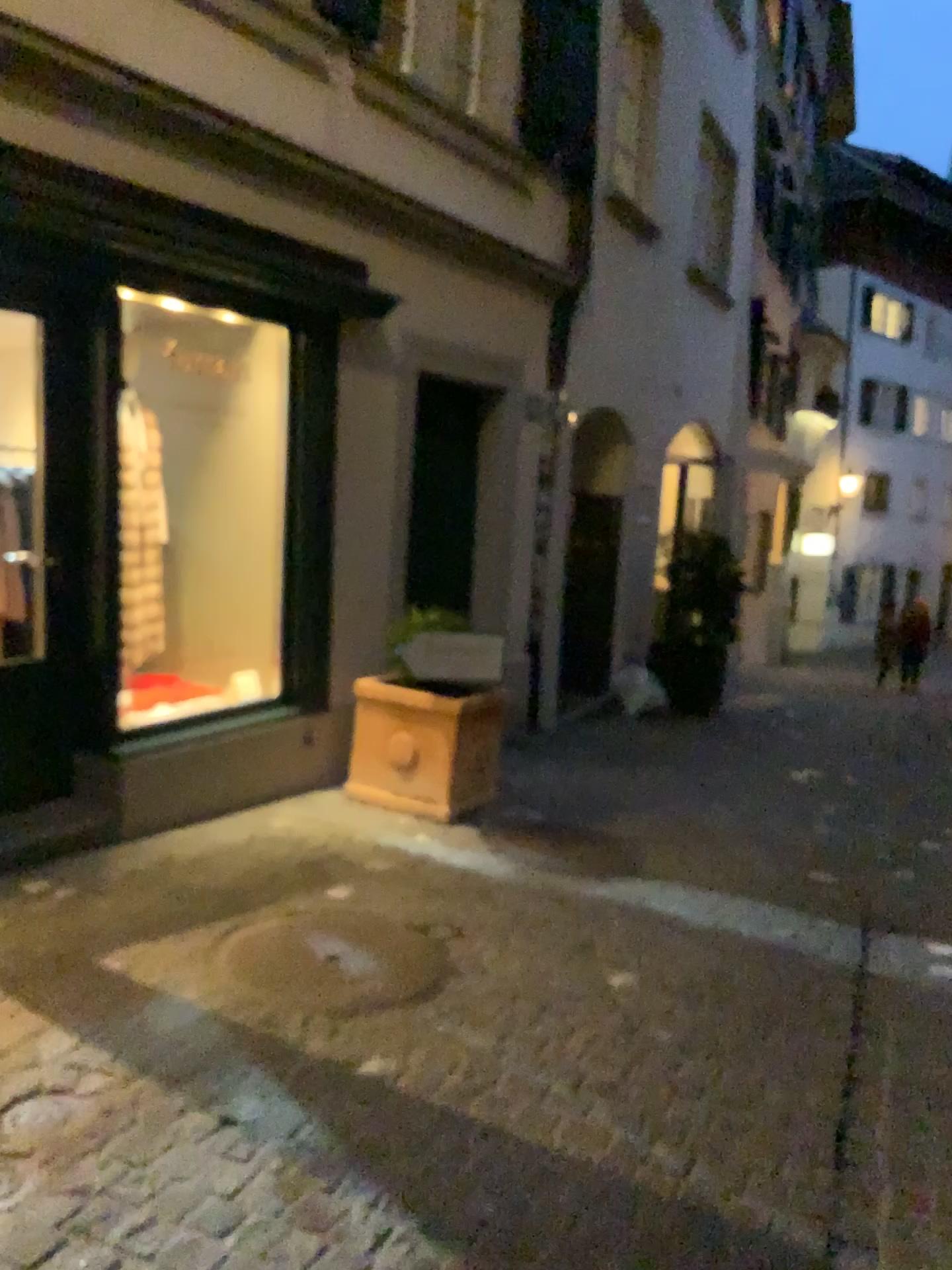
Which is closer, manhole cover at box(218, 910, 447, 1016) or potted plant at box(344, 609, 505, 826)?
manhole cover at box(218, 910, 447, 1016)

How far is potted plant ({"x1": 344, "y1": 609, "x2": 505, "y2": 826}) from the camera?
4.8 meters

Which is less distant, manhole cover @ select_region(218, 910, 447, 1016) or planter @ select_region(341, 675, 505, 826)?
manhole cover @ select_region(218, 910, 447, 1016)

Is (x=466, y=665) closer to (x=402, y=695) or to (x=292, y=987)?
(x=402, y=695)

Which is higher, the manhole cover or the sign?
the sign

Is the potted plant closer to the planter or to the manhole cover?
the planter

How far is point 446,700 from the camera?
4.8m

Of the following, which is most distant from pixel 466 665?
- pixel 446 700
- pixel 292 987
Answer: pixel 292 987

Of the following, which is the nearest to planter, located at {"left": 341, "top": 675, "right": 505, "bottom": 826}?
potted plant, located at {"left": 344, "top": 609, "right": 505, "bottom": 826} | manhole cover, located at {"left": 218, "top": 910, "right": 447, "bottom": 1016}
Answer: potted plant, located at {"left": 344, "top": 609, "right": 505, "bottom": 826}

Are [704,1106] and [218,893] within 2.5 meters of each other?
yes
